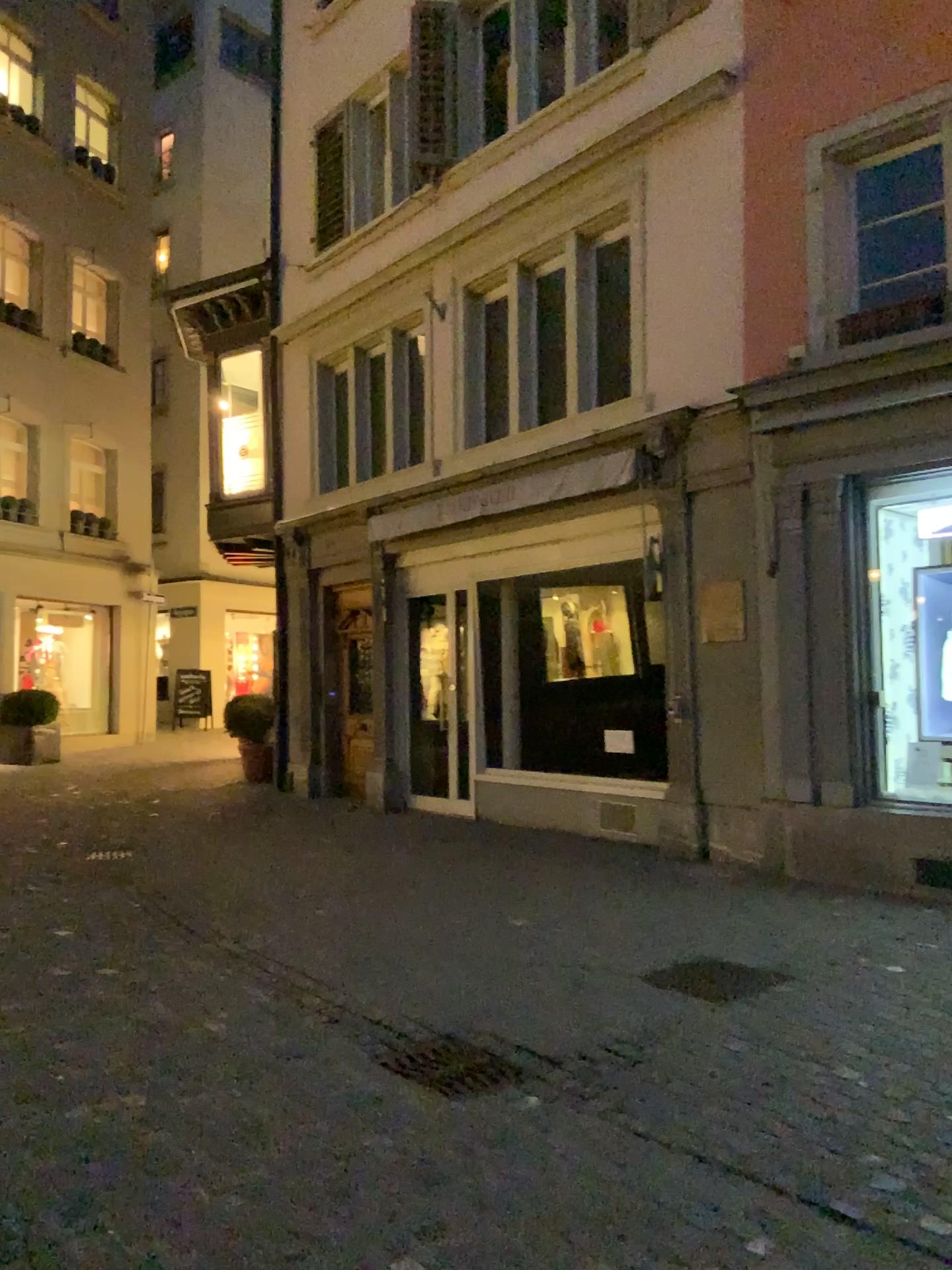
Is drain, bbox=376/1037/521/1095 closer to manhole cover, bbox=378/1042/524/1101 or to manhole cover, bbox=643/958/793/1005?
manhole cover, bbox=378/1042/524/1101

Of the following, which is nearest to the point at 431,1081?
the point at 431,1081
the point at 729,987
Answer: the point at 431,1081

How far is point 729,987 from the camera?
4.60m

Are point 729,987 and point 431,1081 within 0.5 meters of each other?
no

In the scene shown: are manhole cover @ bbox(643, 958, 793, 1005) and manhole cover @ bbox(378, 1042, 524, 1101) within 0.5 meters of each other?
no

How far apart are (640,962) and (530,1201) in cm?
235

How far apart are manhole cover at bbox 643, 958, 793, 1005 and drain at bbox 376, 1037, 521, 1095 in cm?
111

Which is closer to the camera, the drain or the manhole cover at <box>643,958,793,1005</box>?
the drain

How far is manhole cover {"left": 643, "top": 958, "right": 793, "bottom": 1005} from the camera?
4.60m

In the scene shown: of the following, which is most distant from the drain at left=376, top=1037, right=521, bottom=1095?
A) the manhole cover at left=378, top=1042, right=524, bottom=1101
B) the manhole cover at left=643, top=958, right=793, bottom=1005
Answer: the manhole cover at left=643, top=958, right=793, bottom=1005
